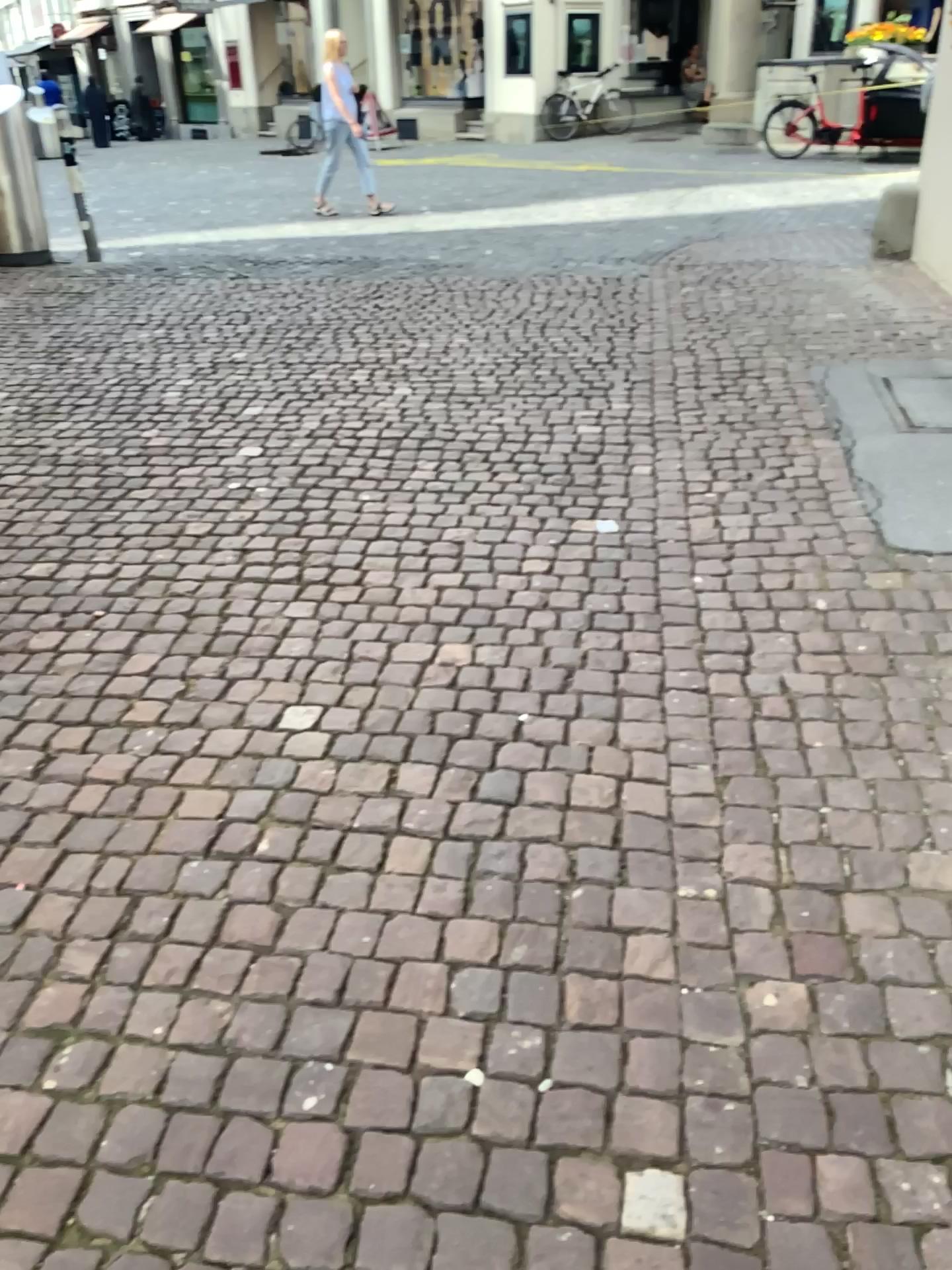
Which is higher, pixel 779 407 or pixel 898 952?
pixel 779 407
